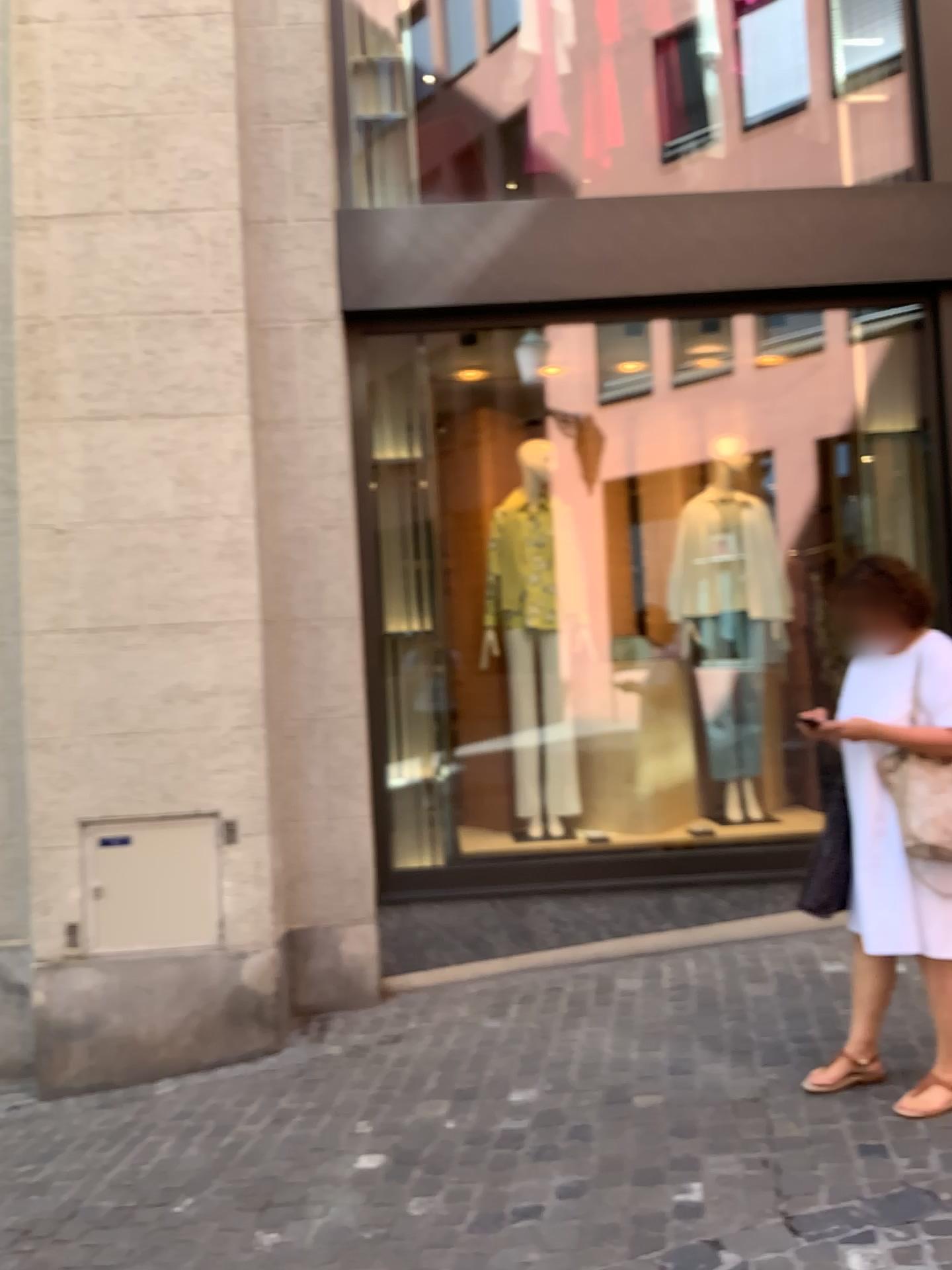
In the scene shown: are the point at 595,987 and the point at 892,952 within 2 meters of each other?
yes

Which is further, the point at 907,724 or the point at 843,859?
the point at 843,859

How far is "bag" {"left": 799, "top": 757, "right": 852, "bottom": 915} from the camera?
3.2m

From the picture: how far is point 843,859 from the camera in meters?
3.2 m

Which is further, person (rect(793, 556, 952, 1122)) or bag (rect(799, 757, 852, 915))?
bag (rect(799, 757, 852, 915))

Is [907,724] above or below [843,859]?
above
